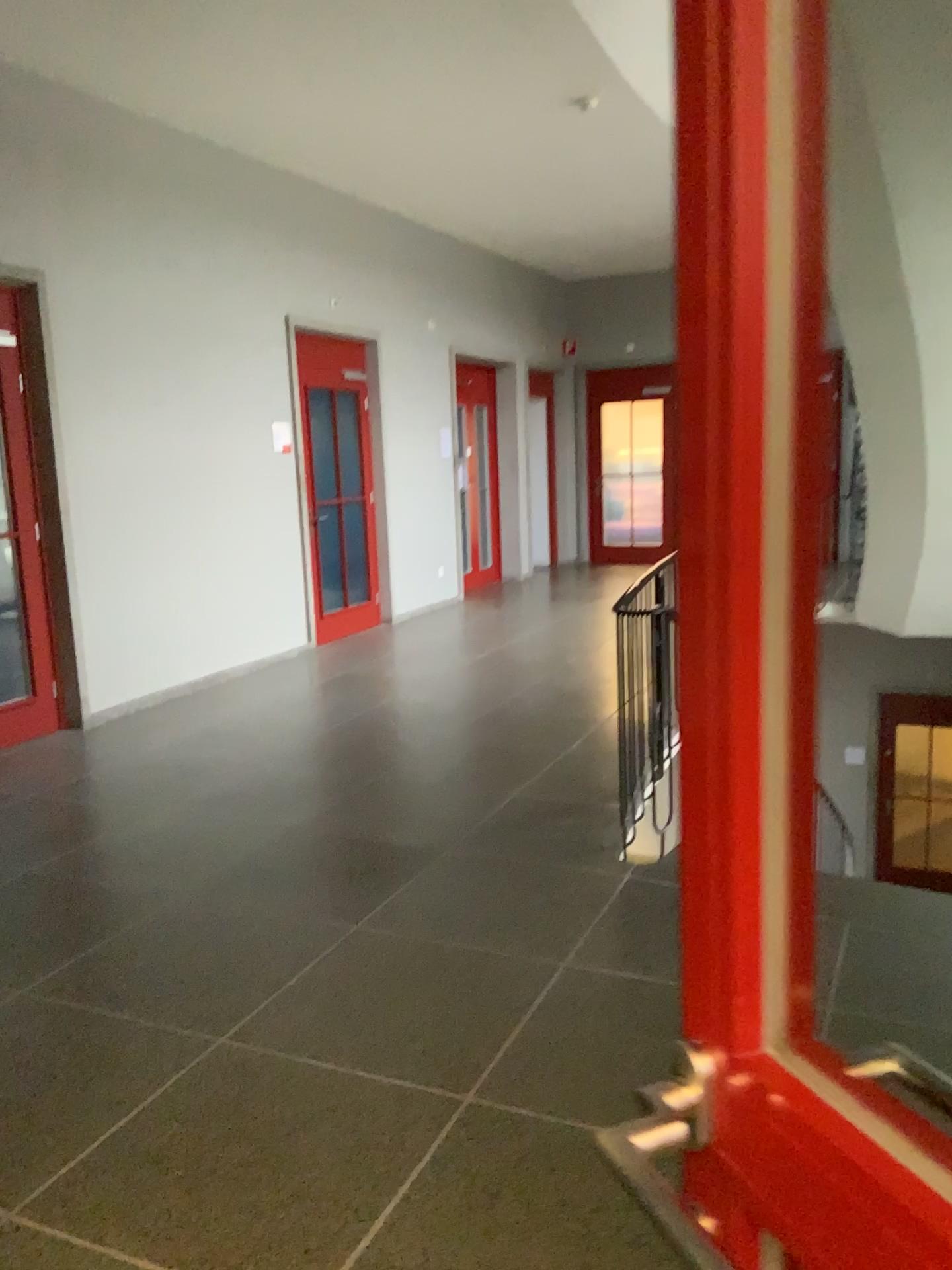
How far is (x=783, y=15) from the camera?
0.5m

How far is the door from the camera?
0.5m

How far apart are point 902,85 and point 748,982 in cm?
416
